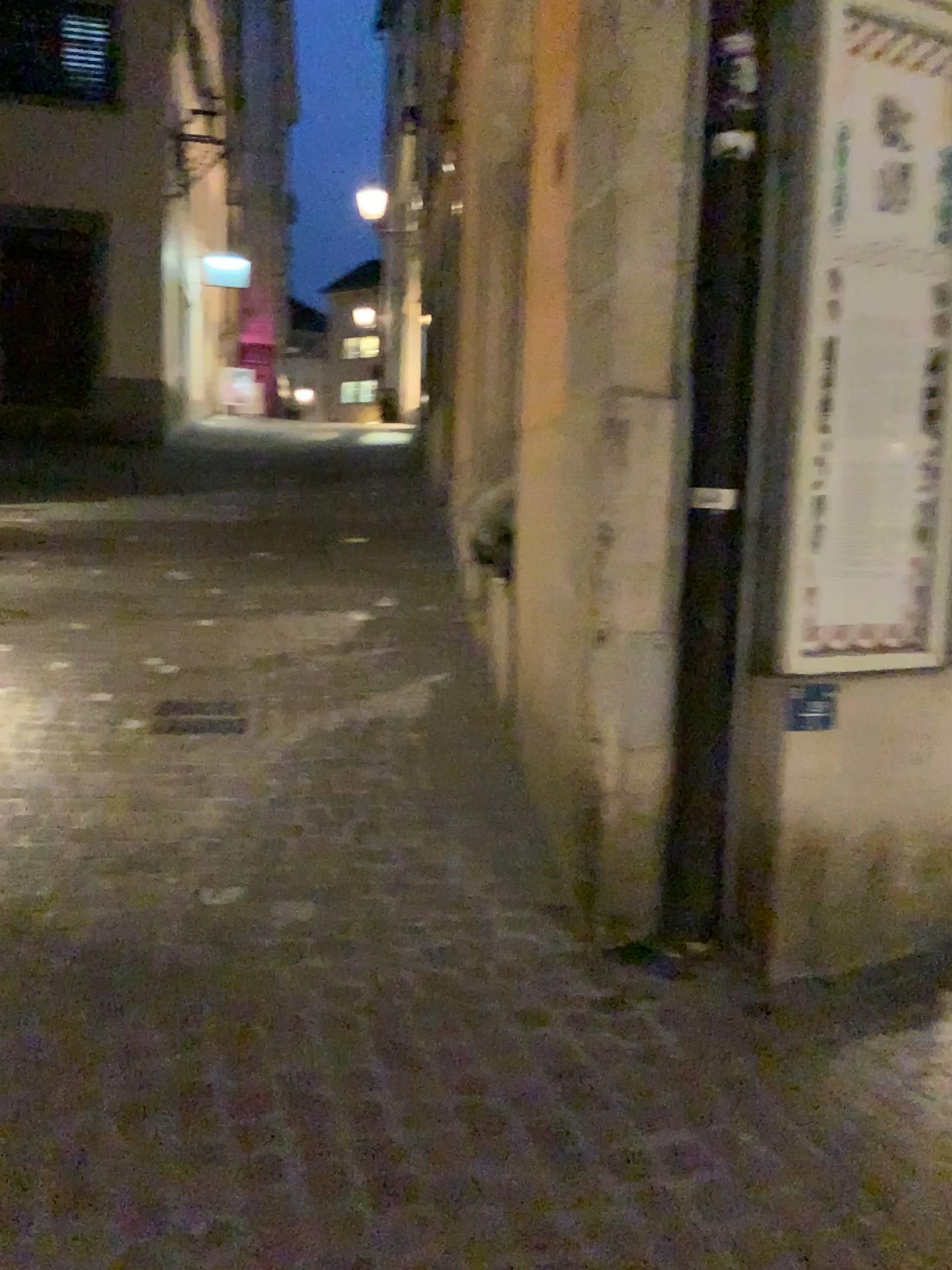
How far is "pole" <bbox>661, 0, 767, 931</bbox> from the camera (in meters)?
2.54

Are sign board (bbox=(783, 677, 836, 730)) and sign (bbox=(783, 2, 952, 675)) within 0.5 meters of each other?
yes

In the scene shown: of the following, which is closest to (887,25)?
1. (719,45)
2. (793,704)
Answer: (719,45)

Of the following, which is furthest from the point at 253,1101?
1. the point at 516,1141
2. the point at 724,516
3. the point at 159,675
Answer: the point at 159,675

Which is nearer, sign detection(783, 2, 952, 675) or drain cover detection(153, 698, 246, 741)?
sign detection(783, 2, 952, 675)

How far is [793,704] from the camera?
2.62m

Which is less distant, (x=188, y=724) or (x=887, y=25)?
(x=887, y=25)

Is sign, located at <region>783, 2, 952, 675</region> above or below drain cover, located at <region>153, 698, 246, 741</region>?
above

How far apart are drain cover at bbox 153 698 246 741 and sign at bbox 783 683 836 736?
2.4m

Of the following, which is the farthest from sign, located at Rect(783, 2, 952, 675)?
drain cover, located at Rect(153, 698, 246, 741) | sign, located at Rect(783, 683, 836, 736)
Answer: drain cover, located at Rect(153, 698, 246, 741)
